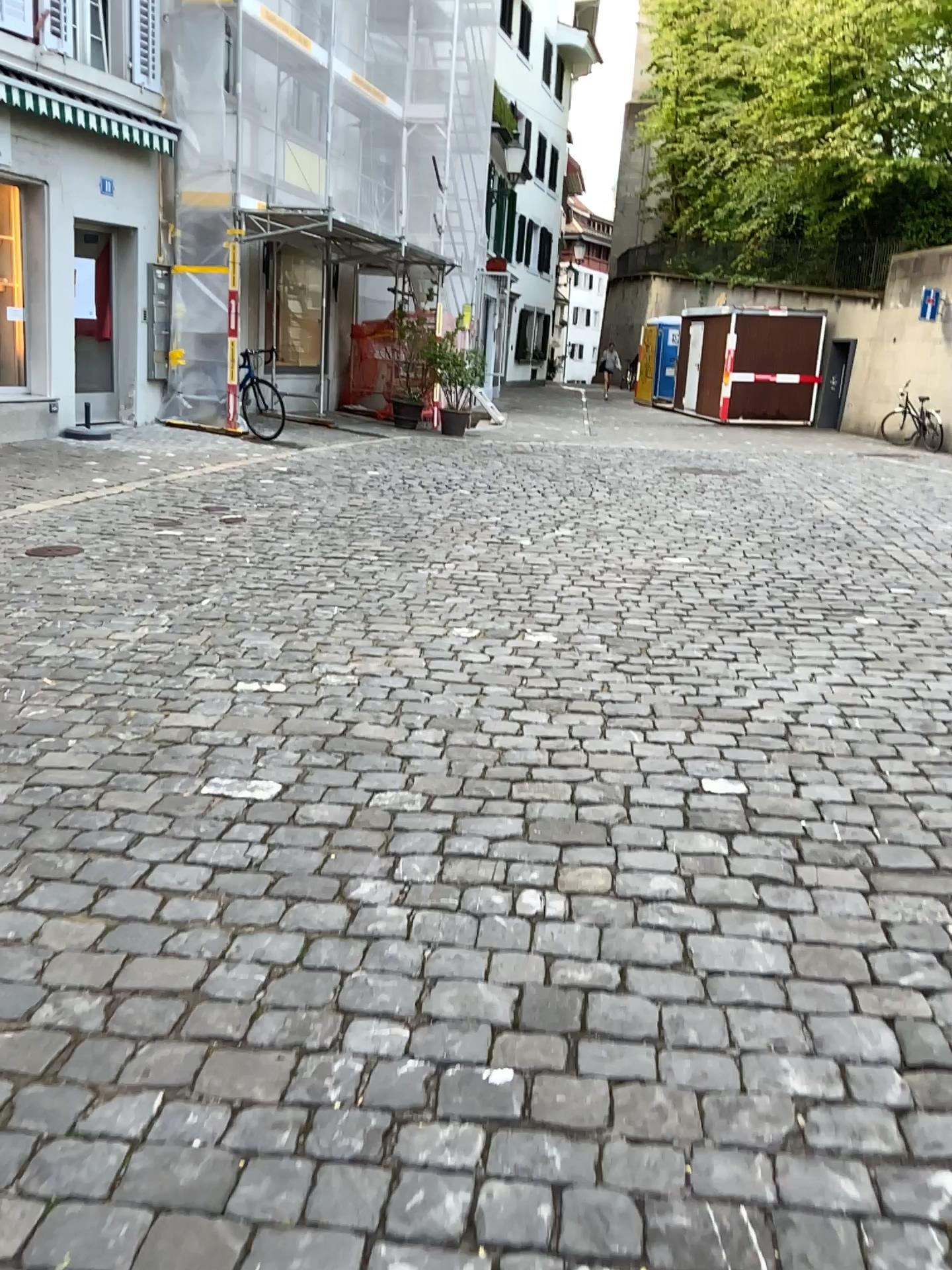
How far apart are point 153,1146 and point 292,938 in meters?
0.6 m
